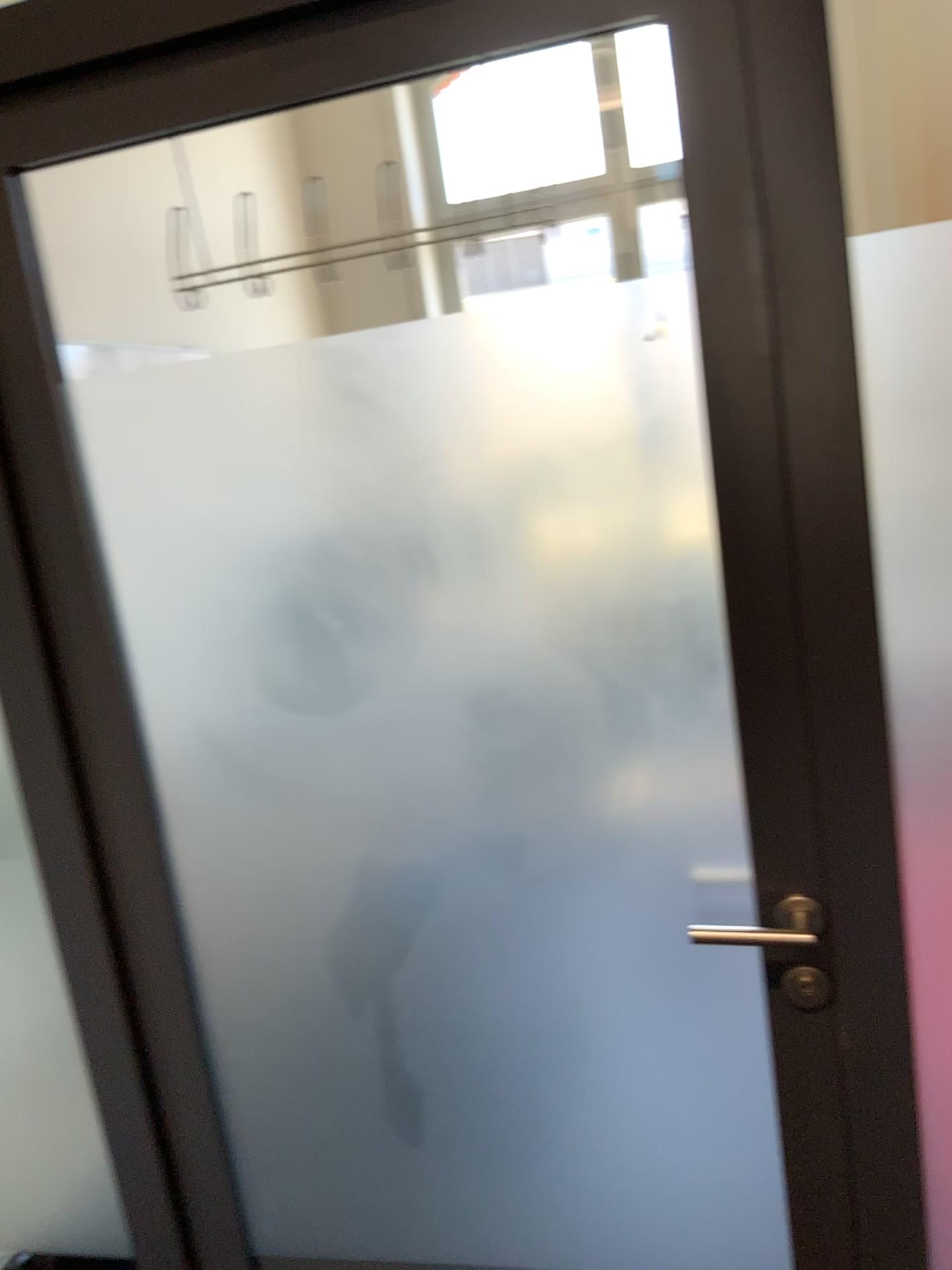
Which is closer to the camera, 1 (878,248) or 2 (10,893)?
1 (878,248)

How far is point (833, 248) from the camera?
1.0m

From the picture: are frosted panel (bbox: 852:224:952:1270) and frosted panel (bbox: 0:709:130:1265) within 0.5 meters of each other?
no

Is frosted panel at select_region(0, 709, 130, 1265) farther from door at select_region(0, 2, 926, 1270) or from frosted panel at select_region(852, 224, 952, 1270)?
frosted panel at select_region(852, 224, 952, 1270)

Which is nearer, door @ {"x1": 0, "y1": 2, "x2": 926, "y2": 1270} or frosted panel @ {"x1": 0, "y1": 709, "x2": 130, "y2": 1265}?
door @ {"x1": 0, "y1": 2, "x2": 926, "y2": 1270}

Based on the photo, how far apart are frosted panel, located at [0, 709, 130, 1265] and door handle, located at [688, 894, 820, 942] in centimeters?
86cm

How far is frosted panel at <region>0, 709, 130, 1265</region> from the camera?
1.5 meters

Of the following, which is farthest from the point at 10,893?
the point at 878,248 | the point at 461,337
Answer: the point at 878,248

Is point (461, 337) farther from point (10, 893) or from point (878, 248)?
point (10, 893)

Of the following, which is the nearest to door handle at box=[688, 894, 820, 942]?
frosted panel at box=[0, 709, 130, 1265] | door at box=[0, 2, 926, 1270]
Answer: door at box=[0, 2, 926, 1270]
